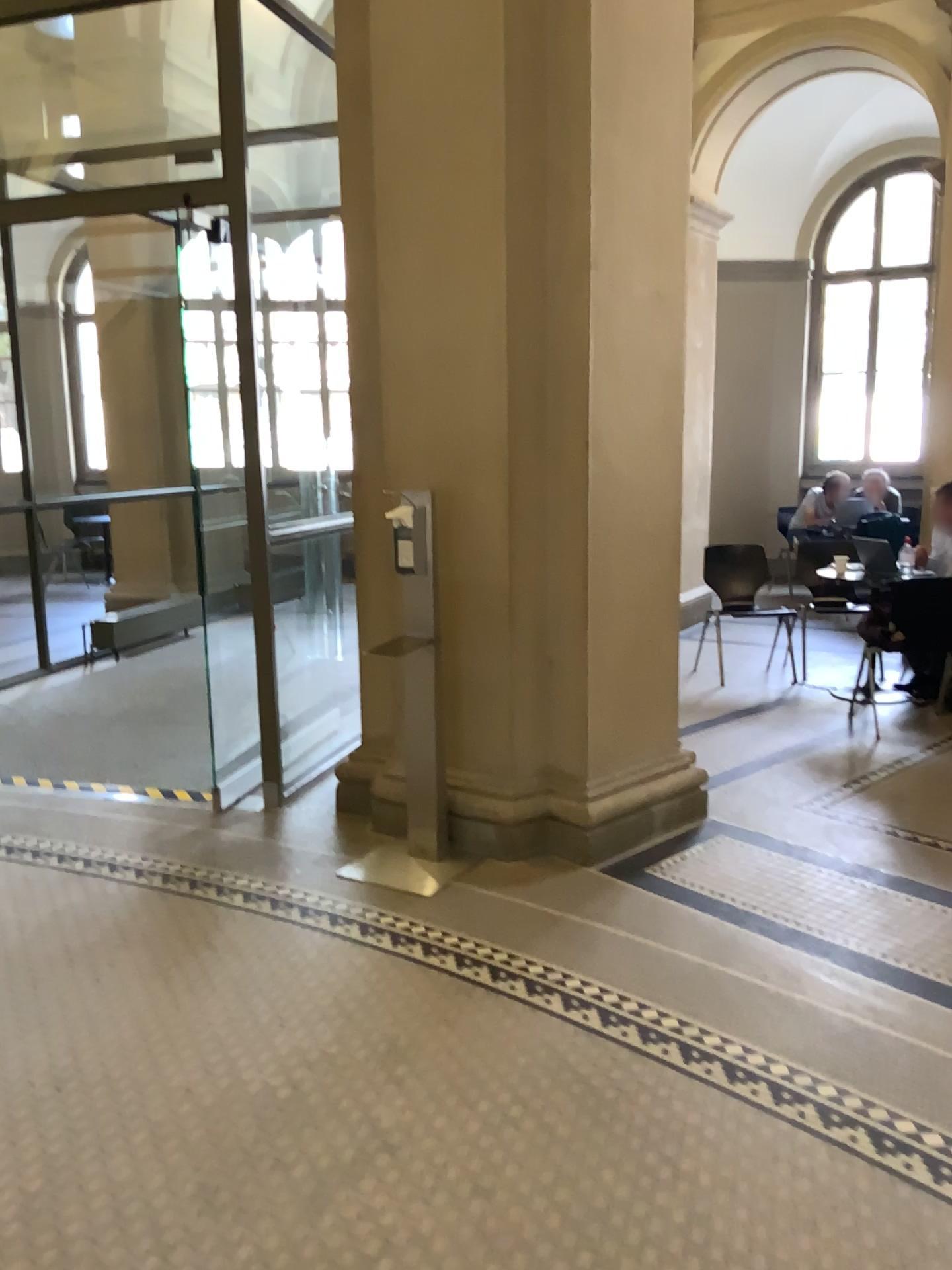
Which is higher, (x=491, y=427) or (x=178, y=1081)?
(x=491, y=427)
